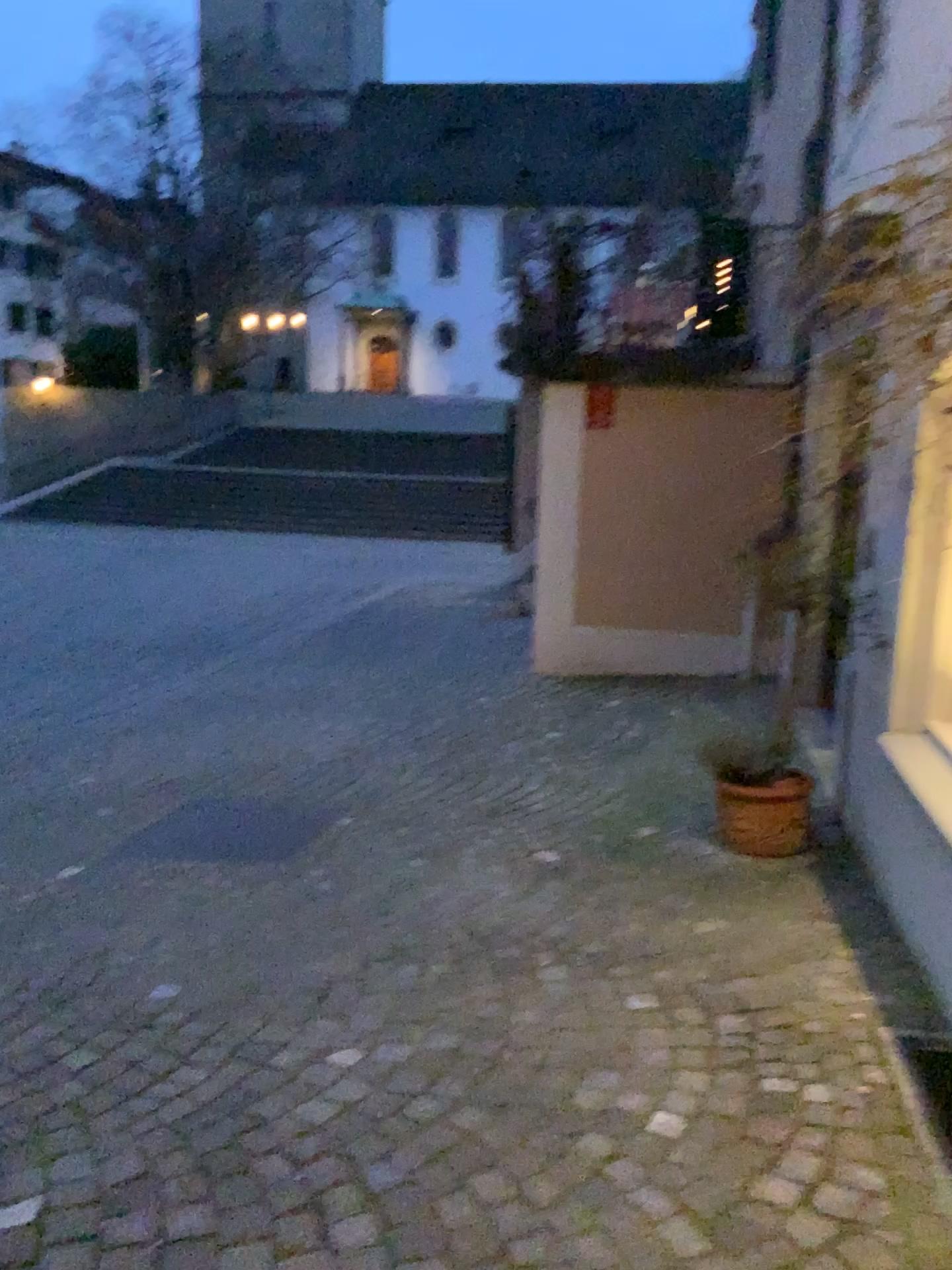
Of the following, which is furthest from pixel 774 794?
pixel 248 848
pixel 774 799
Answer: pixel 248 848

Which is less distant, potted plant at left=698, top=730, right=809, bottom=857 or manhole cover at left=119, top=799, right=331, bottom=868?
potted plant at left=698, top=730, right=809, bottom=857

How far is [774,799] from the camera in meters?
3.9 m

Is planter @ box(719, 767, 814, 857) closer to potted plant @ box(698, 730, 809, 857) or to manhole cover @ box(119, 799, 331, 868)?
potted plant @ box(698, 730, 809, 857)

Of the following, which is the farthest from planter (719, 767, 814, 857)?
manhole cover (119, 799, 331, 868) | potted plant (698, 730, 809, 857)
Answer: manhole cover (119, 799, 331, 868)

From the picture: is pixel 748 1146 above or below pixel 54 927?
above

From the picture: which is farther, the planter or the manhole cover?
the manhole cover

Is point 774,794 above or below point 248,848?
above

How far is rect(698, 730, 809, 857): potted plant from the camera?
3.9m

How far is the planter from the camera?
3.9 meters
